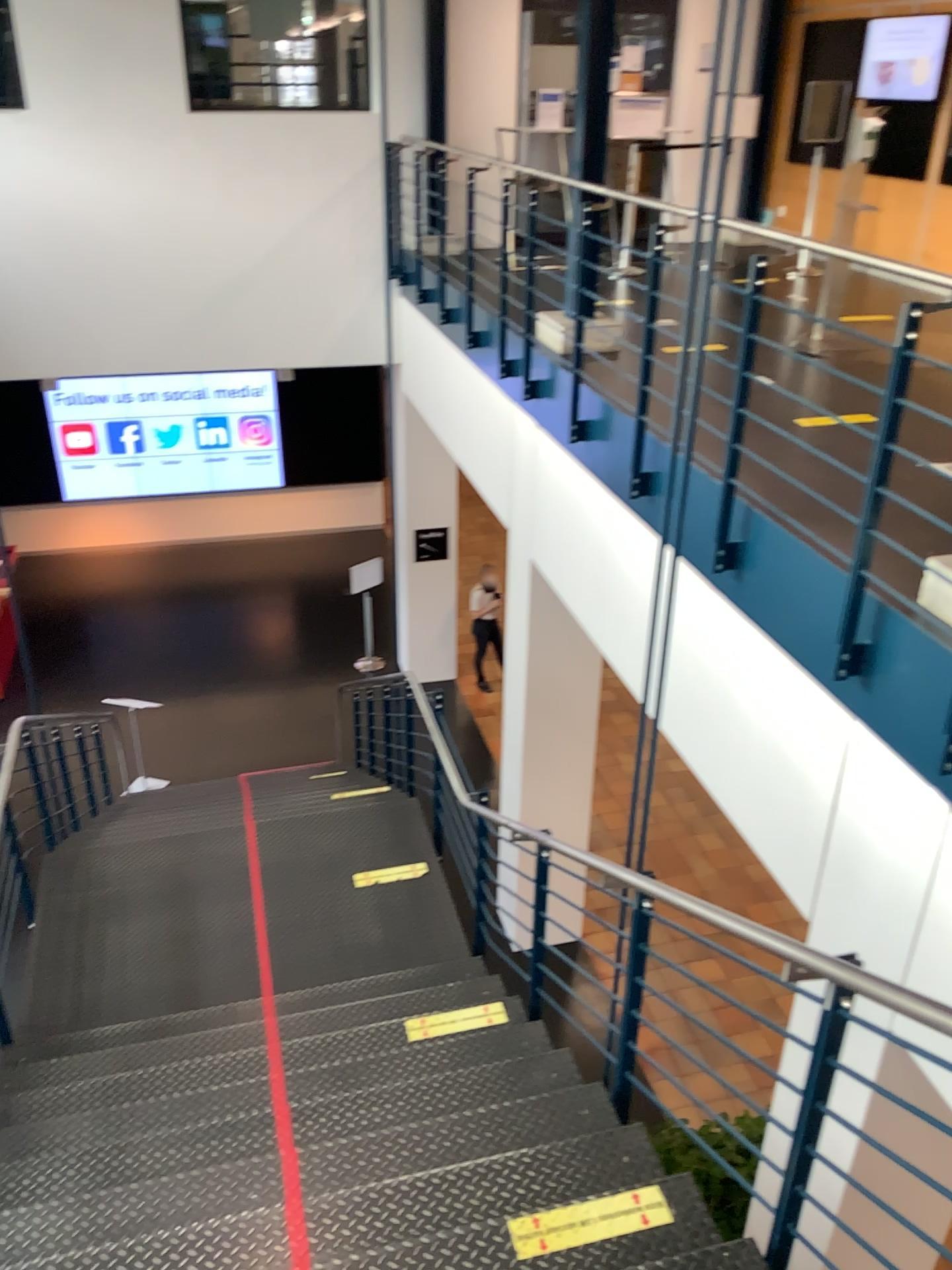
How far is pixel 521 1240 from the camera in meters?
2.5 m

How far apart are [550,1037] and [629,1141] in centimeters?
96cm

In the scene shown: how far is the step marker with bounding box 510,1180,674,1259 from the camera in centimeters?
252cm
